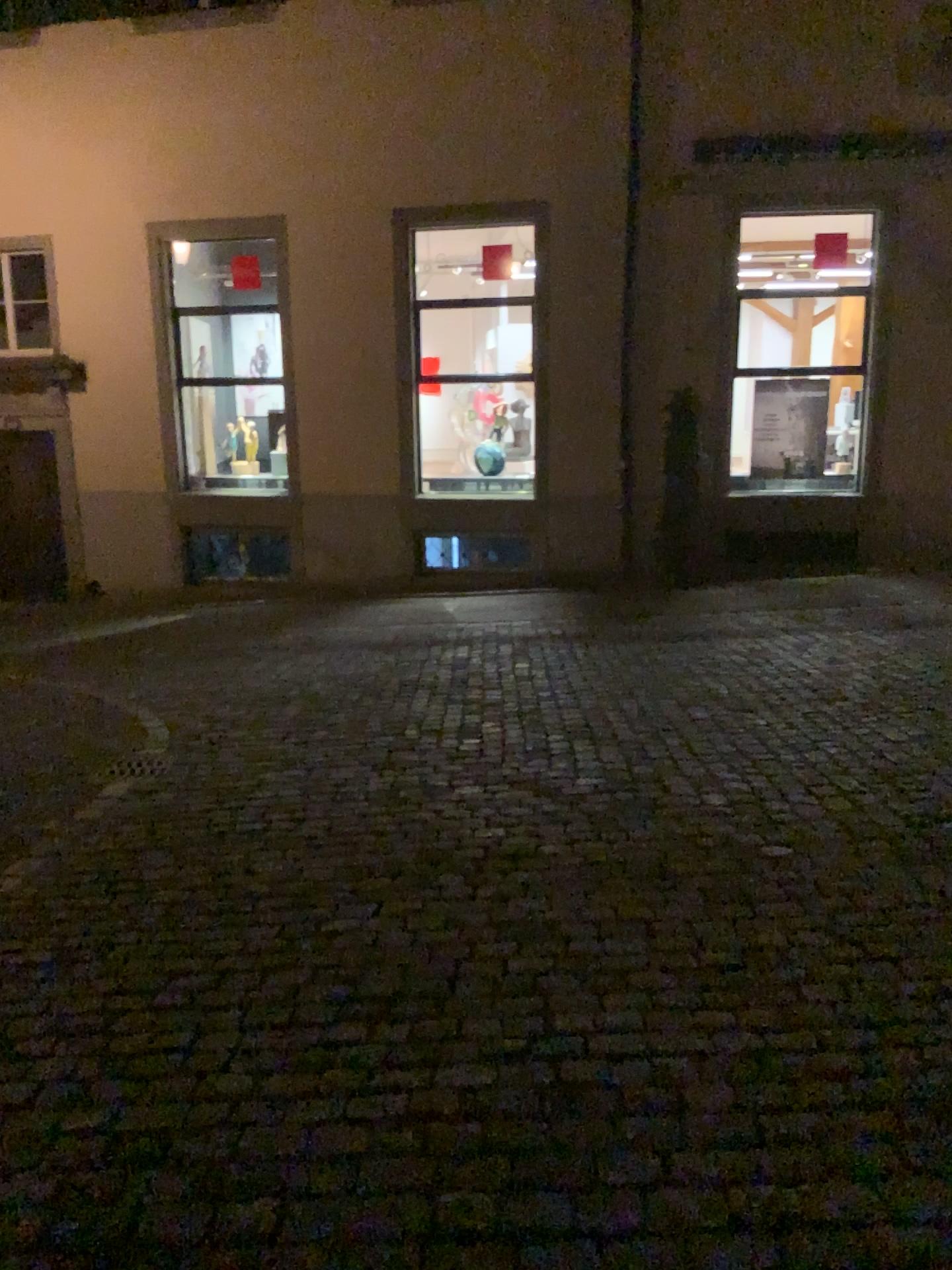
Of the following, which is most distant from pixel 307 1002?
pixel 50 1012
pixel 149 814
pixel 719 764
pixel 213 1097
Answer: pixel 719 764
